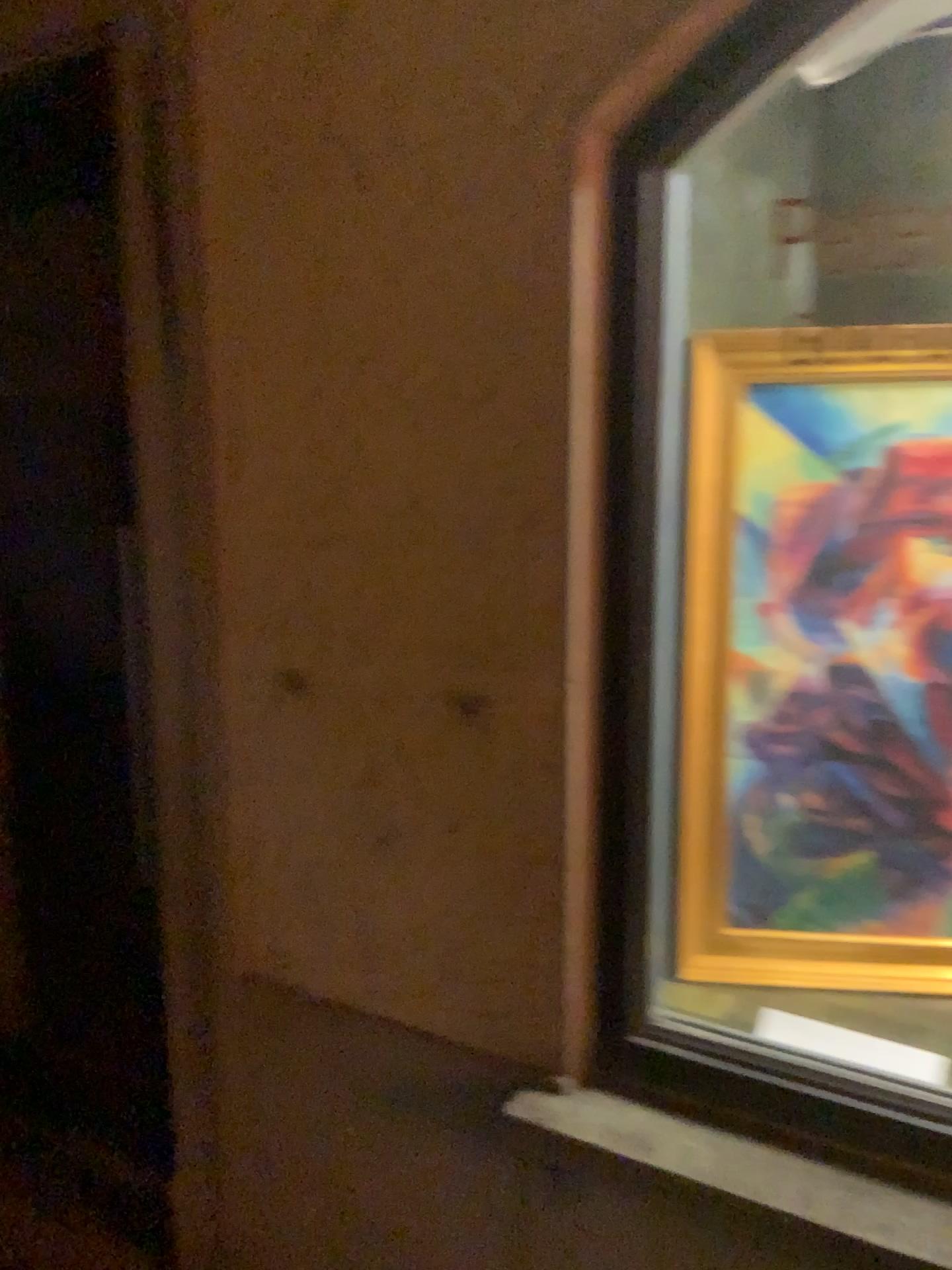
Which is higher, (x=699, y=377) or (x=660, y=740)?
(x=699, y=377)

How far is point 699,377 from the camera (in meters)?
1.47

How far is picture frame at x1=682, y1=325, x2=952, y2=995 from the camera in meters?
1.5 m

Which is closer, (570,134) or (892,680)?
(570,134)

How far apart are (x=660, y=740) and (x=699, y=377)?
0.5m

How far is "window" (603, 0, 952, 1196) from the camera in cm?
130
